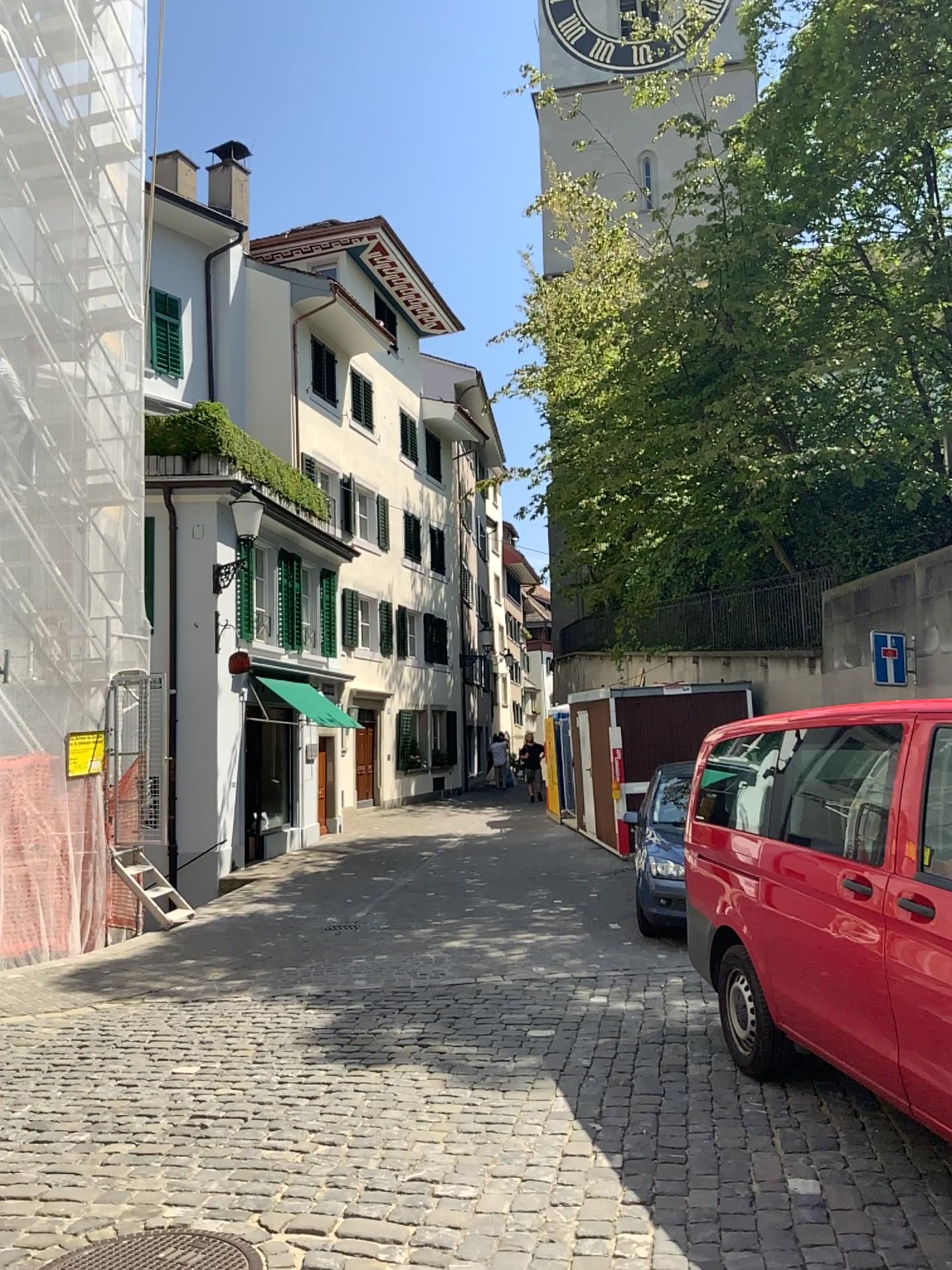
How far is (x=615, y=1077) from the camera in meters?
5.3 m
